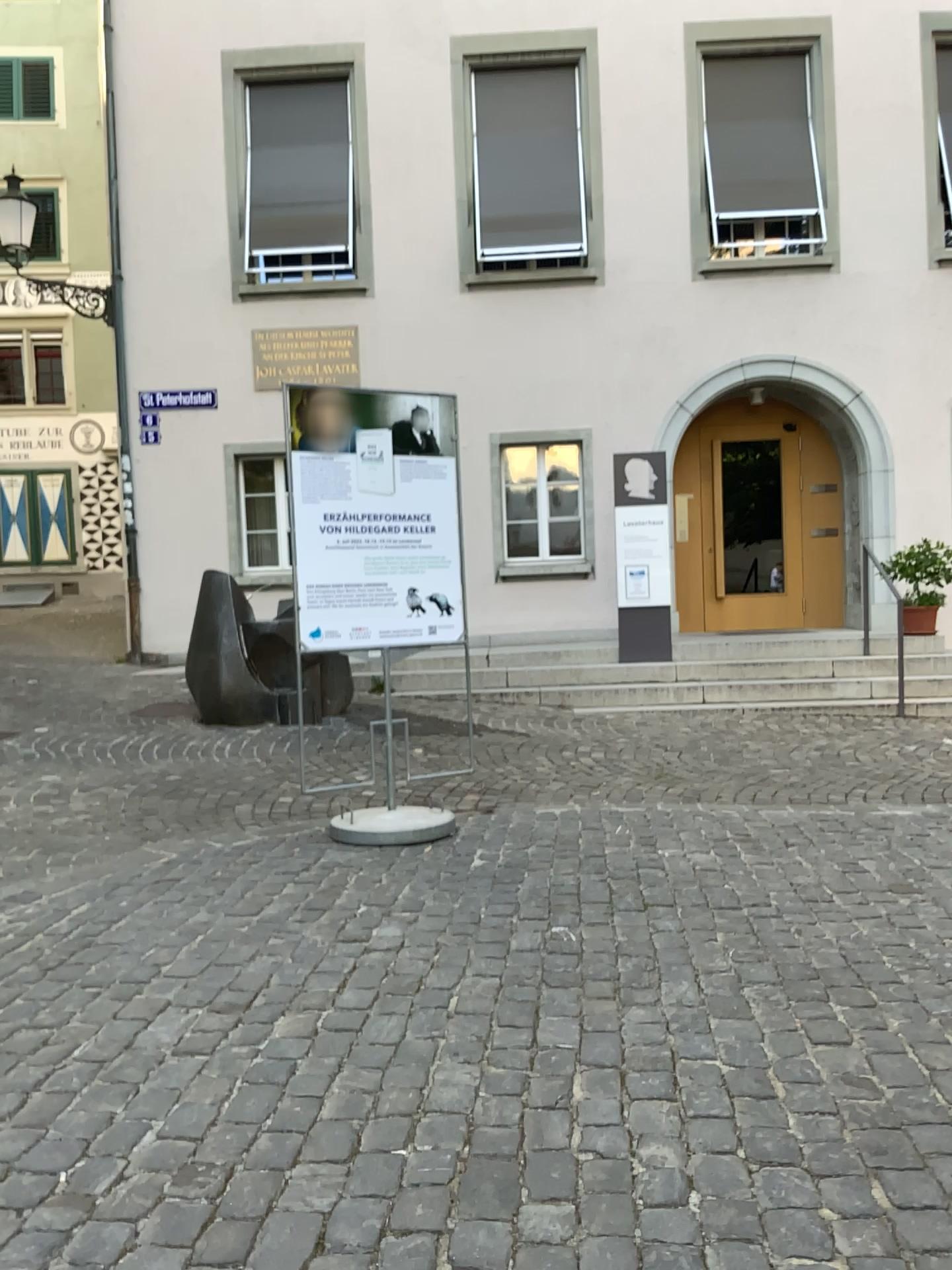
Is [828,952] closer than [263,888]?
Yes
